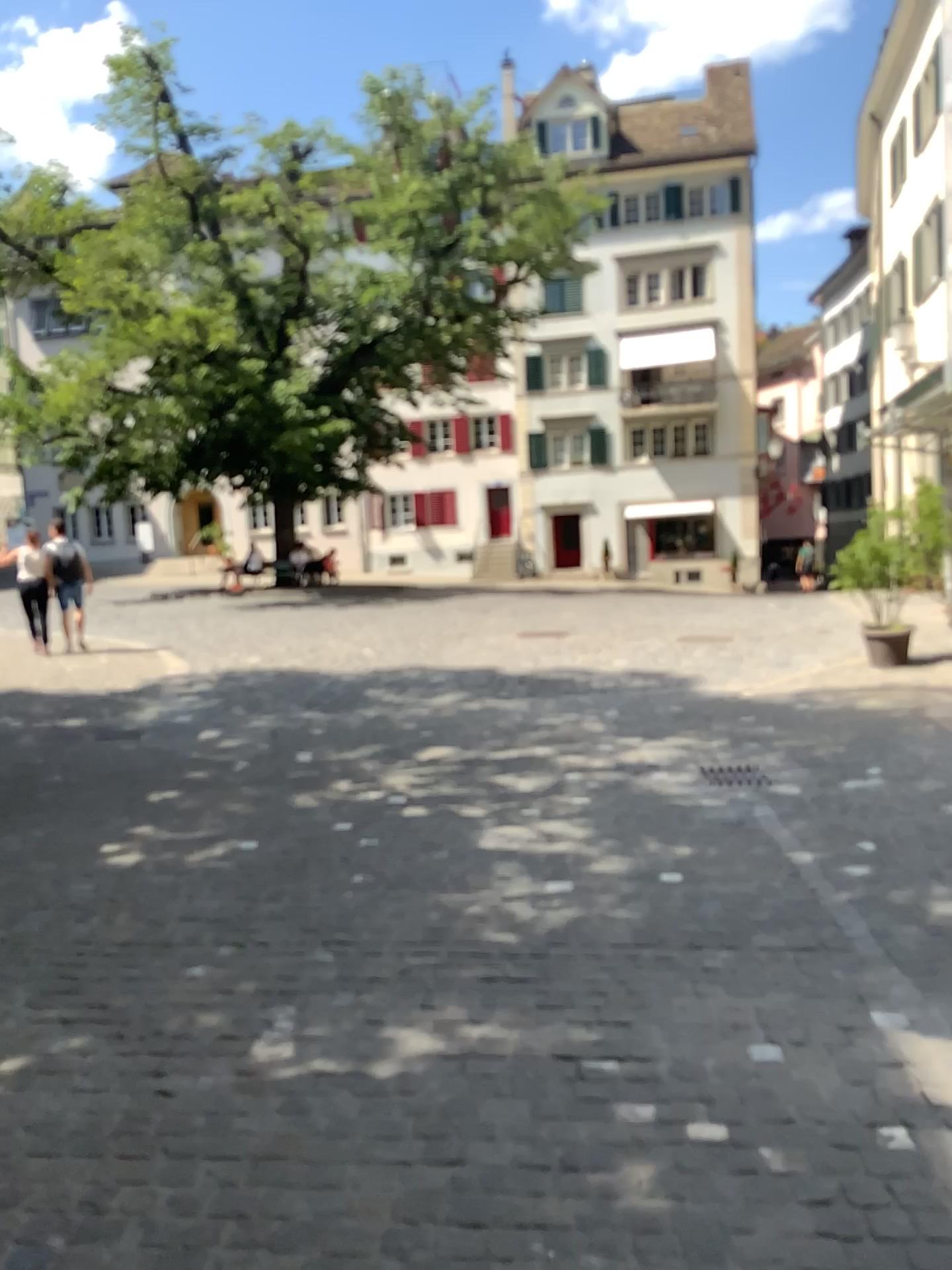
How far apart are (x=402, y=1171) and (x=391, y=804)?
3.3 meters
